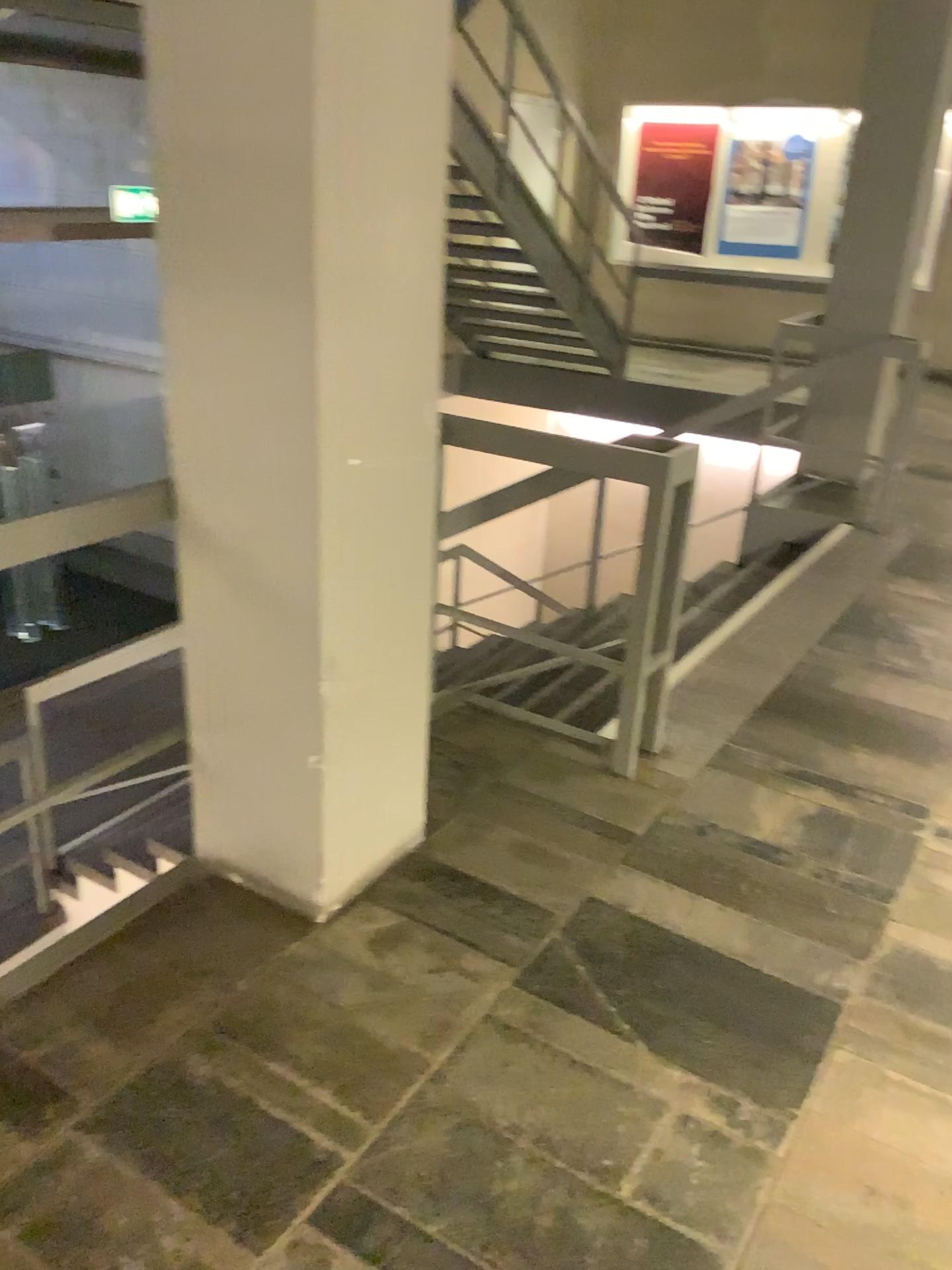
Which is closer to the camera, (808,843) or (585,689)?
(808,843)
